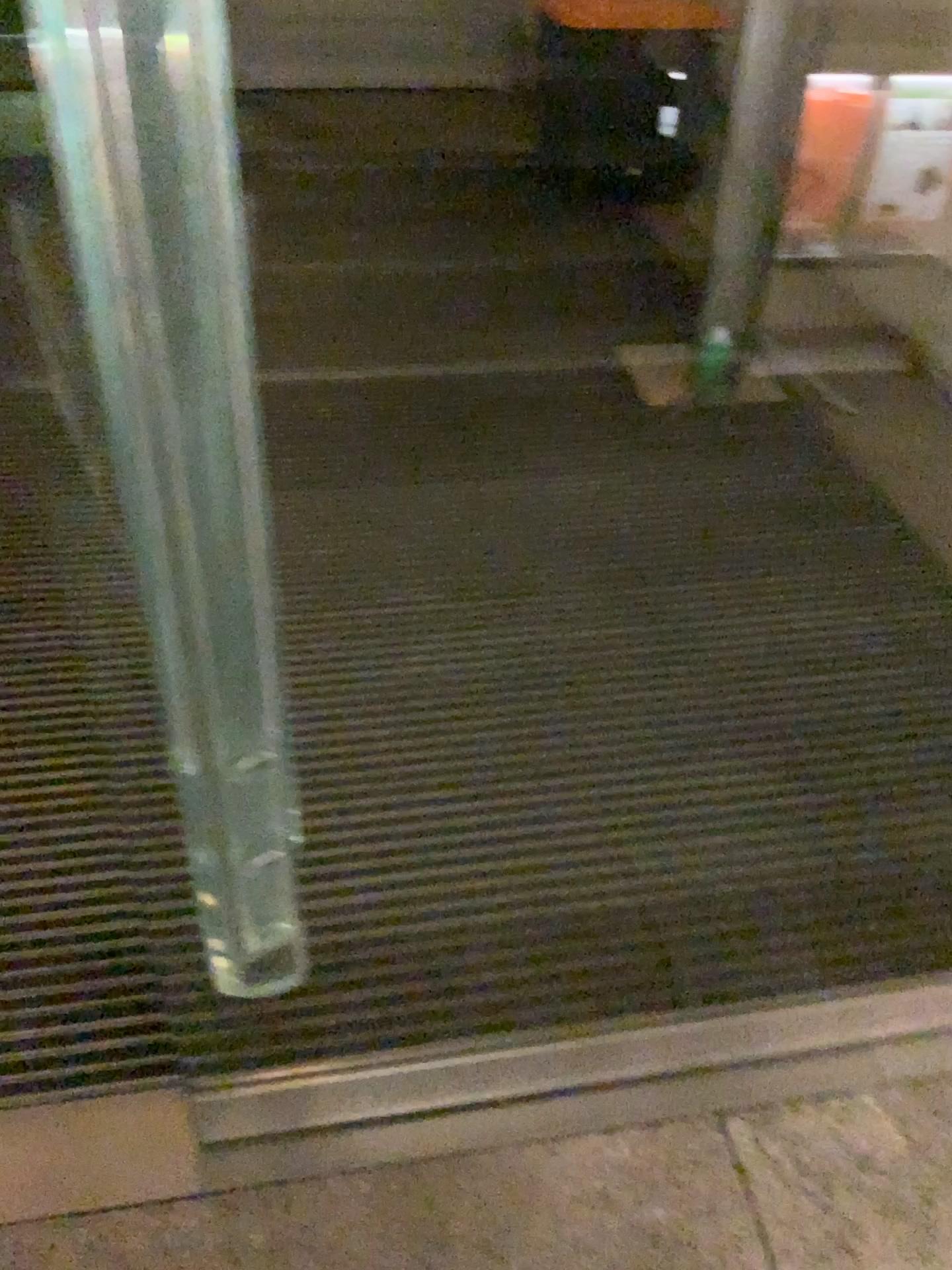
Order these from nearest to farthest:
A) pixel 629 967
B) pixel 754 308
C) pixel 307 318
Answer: pixel 629 967 → pixel 754 308 → pixel 307 318

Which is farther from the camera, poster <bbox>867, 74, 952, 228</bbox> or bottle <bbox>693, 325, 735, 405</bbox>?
poster <bbox>867, 74, 952, 228</bbox>

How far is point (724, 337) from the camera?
2.88m

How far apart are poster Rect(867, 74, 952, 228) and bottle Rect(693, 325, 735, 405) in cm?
92

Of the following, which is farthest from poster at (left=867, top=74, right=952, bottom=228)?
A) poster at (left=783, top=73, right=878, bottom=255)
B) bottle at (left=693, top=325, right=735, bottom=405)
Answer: bottle at (left=693, top=325, right=735, bottom=405)

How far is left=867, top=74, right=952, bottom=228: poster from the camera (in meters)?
3.23

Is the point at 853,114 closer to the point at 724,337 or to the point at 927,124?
the point at 927,124

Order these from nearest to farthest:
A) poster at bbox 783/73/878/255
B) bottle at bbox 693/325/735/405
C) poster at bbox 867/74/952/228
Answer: bottle at bbox 693/325/735/405 → poster at bbox 867/74/952/228 → poster at bbox 783/73/878/255

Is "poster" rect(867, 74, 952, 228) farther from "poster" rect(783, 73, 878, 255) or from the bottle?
the bottle

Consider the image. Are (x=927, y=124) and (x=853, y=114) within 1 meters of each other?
yes
